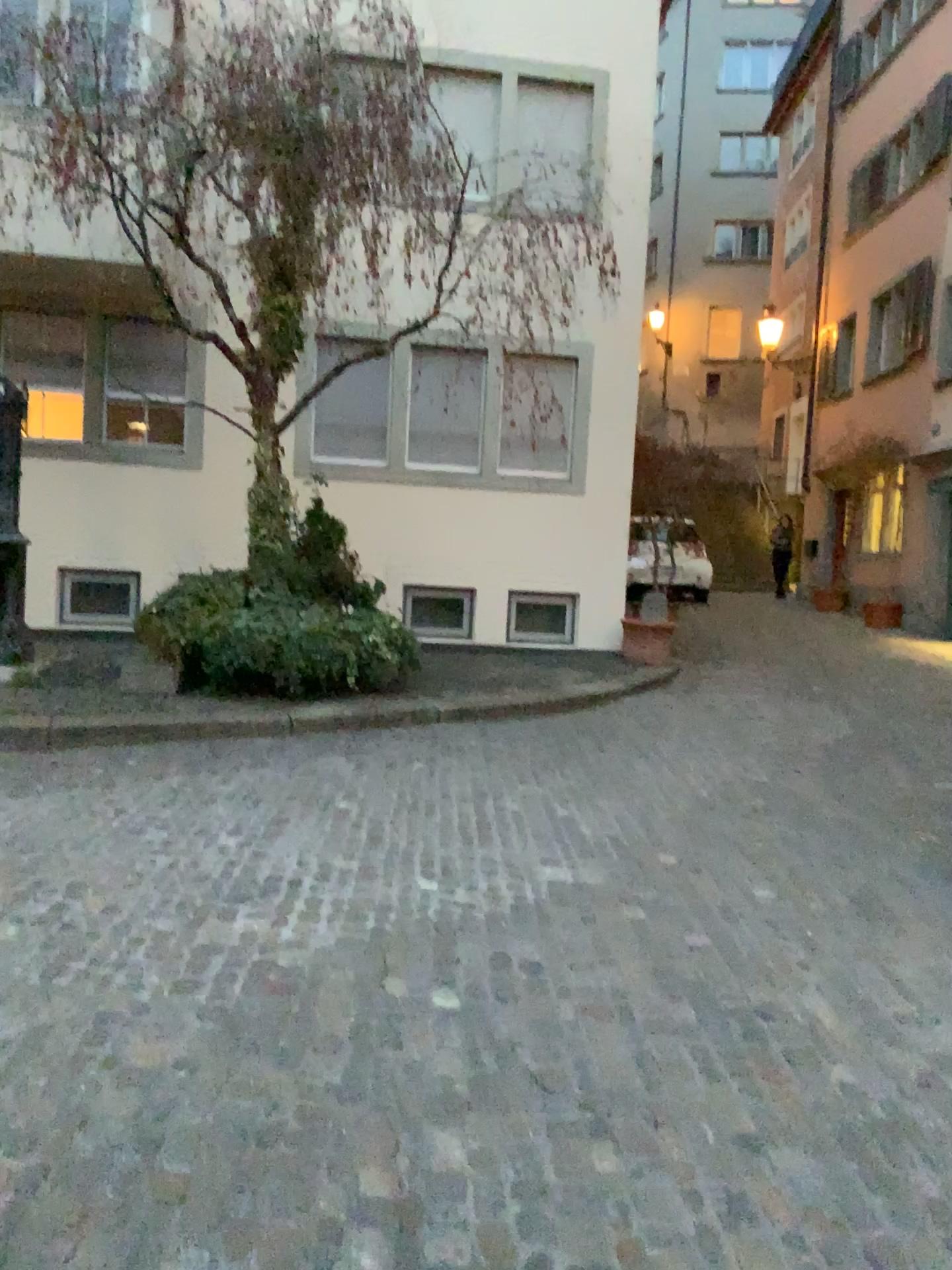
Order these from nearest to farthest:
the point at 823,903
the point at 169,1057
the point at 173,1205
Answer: the point at 173,1205
the point at 169,1057
the point at 823,903
